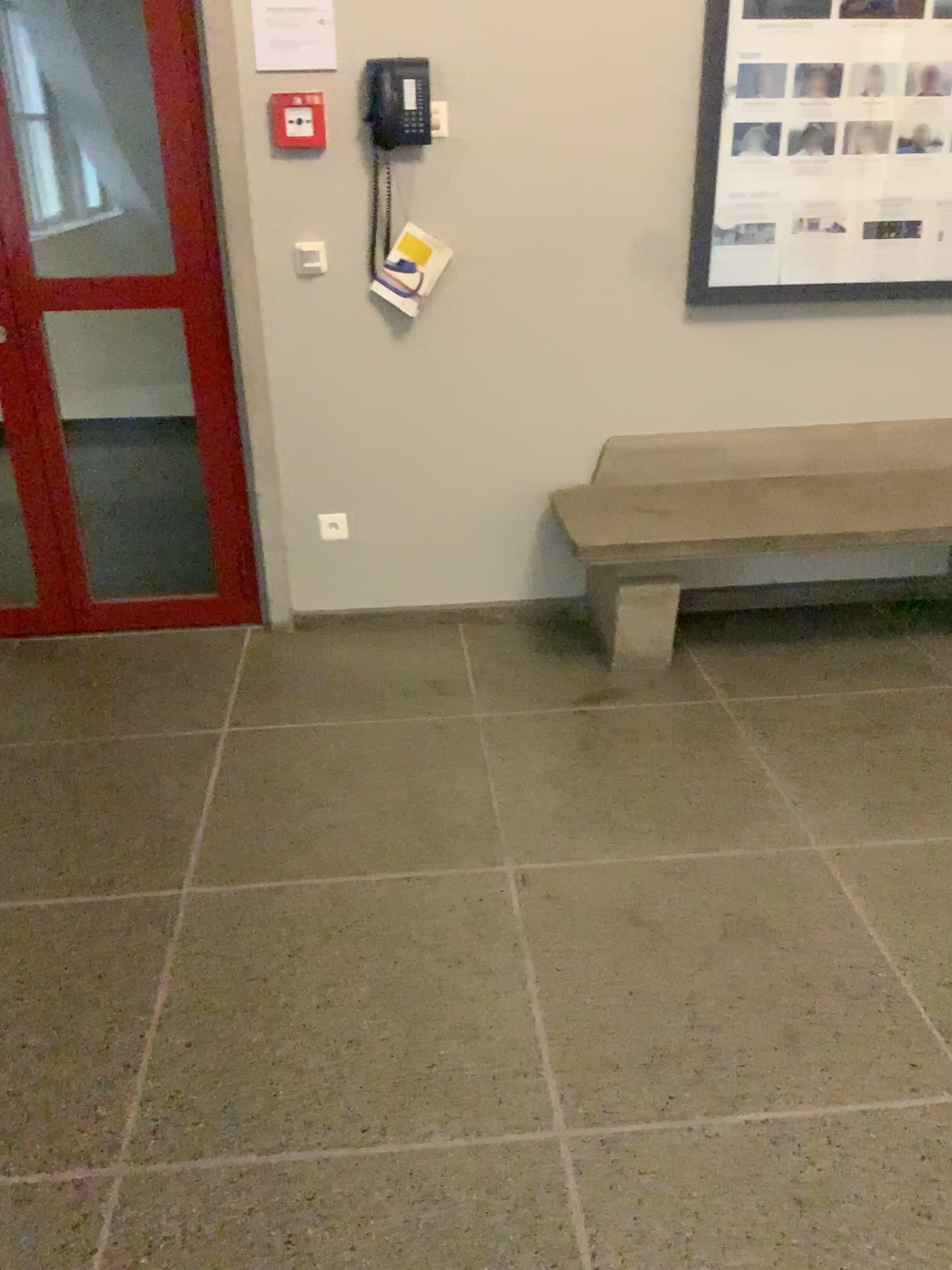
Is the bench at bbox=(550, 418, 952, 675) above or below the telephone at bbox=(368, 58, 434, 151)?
below

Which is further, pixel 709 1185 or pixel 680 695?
pixel 680 695

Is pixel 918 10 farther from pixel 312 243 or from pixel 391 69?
pixel 312 243

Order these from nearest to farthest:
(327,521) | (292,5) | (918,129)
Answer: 1. (292,5)
2. (918,129)
3. (327,521)

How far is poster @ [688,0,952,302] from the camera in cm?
288

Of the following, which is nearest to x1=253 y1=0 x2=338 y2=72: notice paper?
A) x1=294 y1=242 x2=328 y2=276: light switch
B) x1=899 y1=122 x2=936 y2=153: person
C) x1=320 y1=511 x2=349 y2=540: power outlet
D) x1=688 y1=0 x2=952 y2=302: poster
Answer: x1=294 y1=242 x2=328 y2=276: light switch

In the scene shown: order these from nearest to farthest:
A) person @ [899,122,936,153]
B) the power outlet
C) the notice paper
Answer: the notice paper
person @ [899,122,936,153]
the power outlet

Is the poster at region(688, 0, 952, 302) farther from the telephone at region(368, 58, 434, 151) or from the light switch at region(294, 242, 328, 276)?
the light switch at region(294, 242, 328, 276)

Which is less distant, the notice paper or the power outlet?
the notice paper

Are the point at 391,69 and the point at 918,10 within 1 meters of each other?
no
